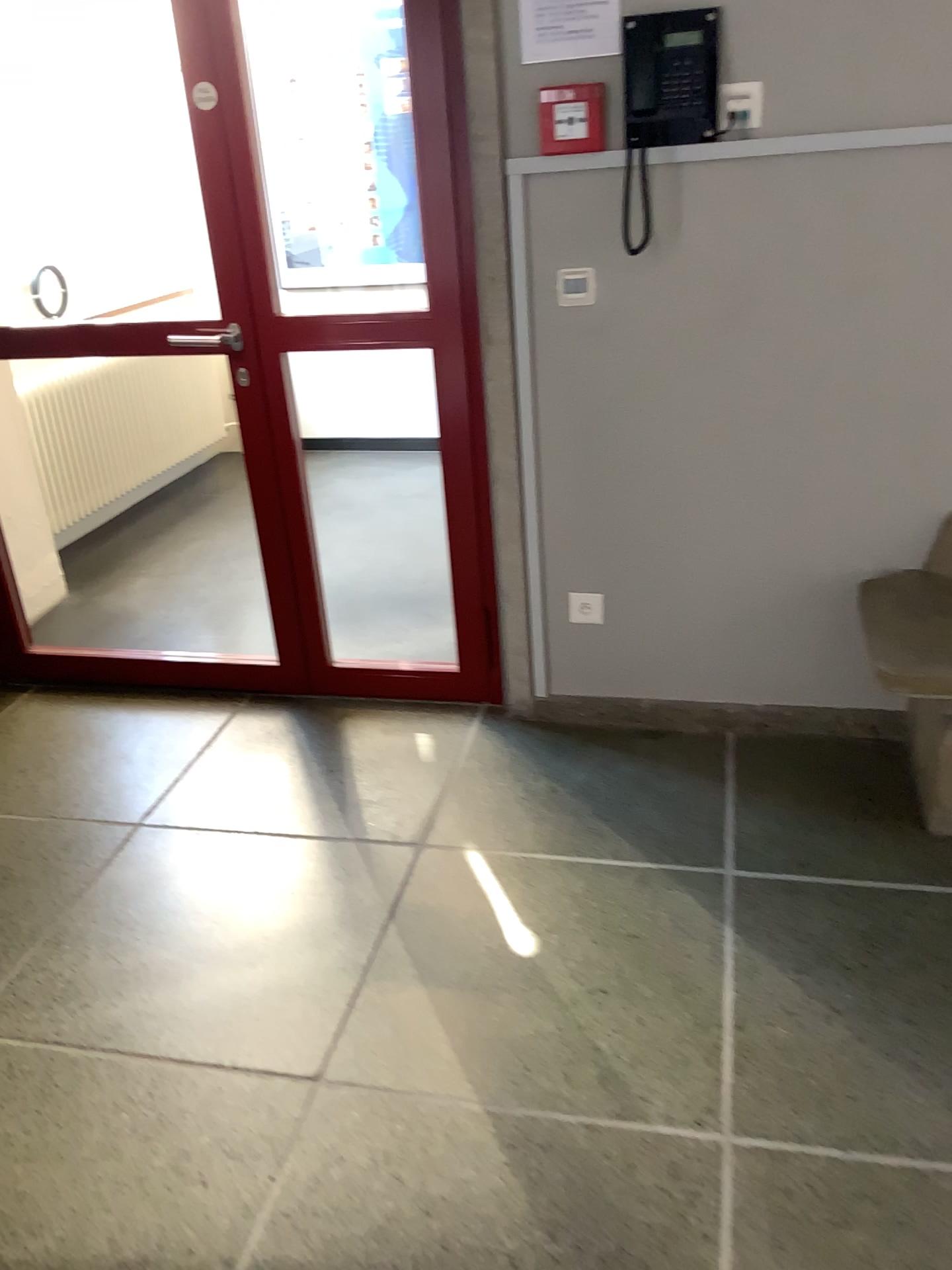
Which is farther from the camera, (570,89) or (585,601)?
(585,601)

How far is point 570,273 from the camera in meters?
2.4 m

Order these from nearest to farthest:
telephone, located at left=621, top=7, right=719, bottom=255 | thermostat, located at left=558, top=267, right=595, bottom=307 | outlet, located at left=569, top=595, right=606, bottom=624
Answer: telephone, located at left=621, top=7, right=719, bottom=255, thermostat, located at left=558, top=267, right=595, bottom=307, outlet, located at left=569, top=595, right=606, bottom=624

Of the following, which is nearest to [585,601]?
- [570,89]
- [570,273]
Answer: [570,273]

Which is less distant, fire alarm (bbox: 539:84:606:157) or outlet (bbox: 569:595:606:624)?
fire alarm (bbox: 539:84:606:157)

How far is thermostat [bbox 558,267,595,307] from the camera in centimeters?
244cm

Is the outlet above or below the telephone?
below

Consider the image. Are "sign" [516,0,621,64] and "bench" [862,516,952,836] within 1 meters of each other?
no

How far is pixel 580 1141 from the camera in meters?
1.7

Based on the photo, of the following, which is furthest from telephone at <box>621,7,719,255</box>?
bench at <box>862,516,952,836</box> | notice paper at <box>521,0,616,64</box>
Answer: bench at <box>862,516,952,836</box>
